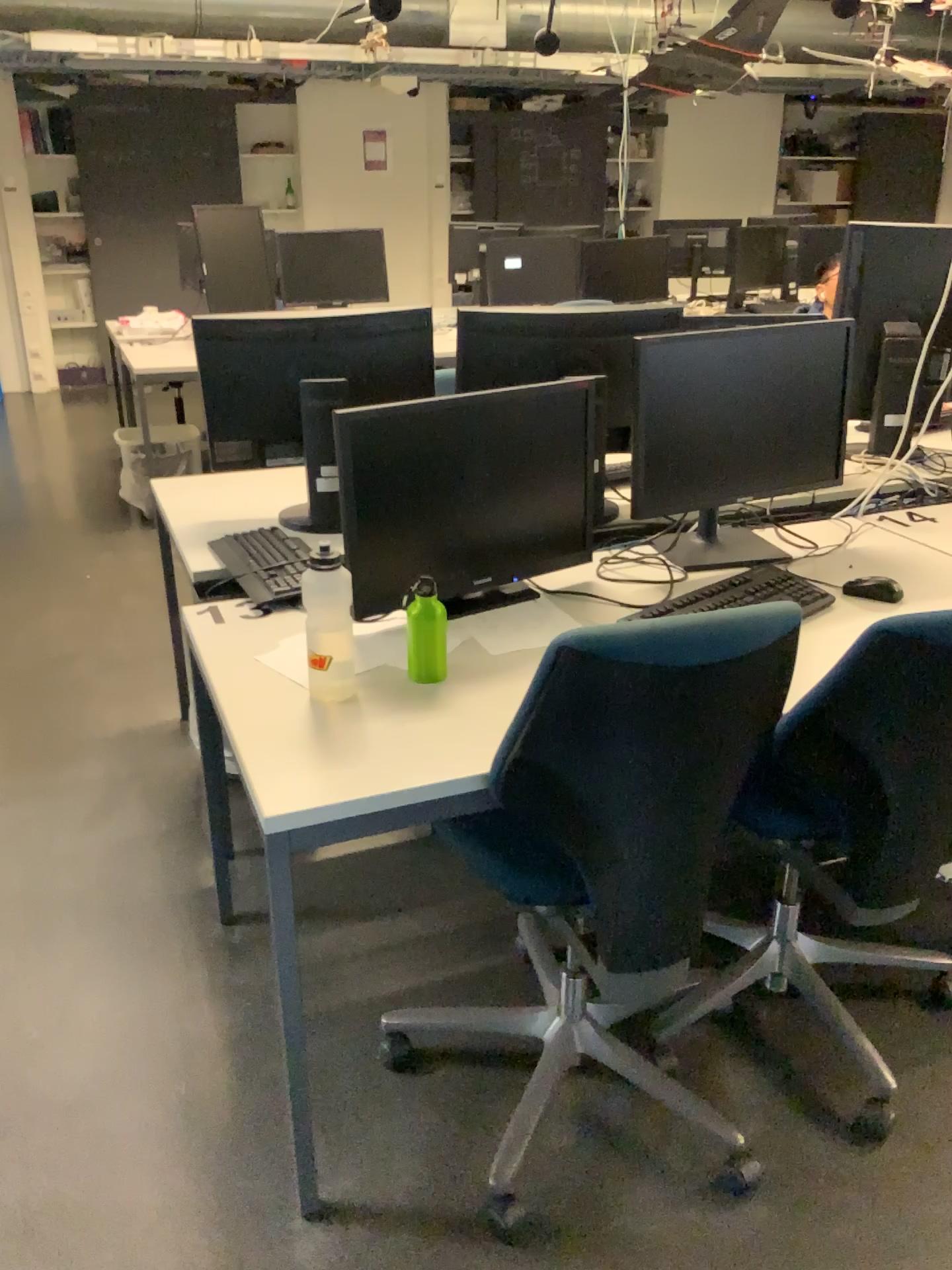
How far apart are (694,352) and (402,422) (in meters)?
0.66

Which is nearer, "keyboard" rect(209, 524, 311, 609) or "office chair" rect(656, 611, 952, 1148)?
"office chair" rect(656, 611, 952, 1148)

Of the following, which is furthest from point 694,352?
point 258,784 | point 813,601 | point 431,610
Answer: point 258,784

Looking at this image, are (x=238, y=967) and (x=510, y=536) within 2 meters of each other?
yes

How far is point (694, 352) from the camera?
2.1m

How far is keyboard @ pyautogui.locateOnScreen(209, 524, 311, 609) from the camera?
2.1m

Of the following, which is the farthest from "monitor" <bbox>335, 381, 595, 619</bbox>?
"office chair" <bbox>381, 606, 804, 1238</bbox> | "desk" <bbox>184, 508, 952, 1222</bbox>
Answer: "office chair" <bbox>381, 606, 804, 1238</bbox>

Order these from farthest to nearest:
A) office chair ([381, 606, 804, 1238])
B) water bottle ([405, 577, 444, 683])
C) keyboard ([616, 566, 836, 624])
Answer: keyboard ([616, 566, 836, 624]) < water bottle ([405, 577, 444, 683]) < office chair ([381, 606, 804, 1238])

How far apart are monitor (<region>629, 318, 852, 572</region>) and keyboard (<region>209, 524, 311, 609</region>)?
0.71m

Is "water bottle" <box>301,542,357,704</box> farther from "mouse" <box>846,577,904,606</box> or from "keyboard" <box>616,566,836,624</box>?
"mouse" <box>846,577,904,606</box>
